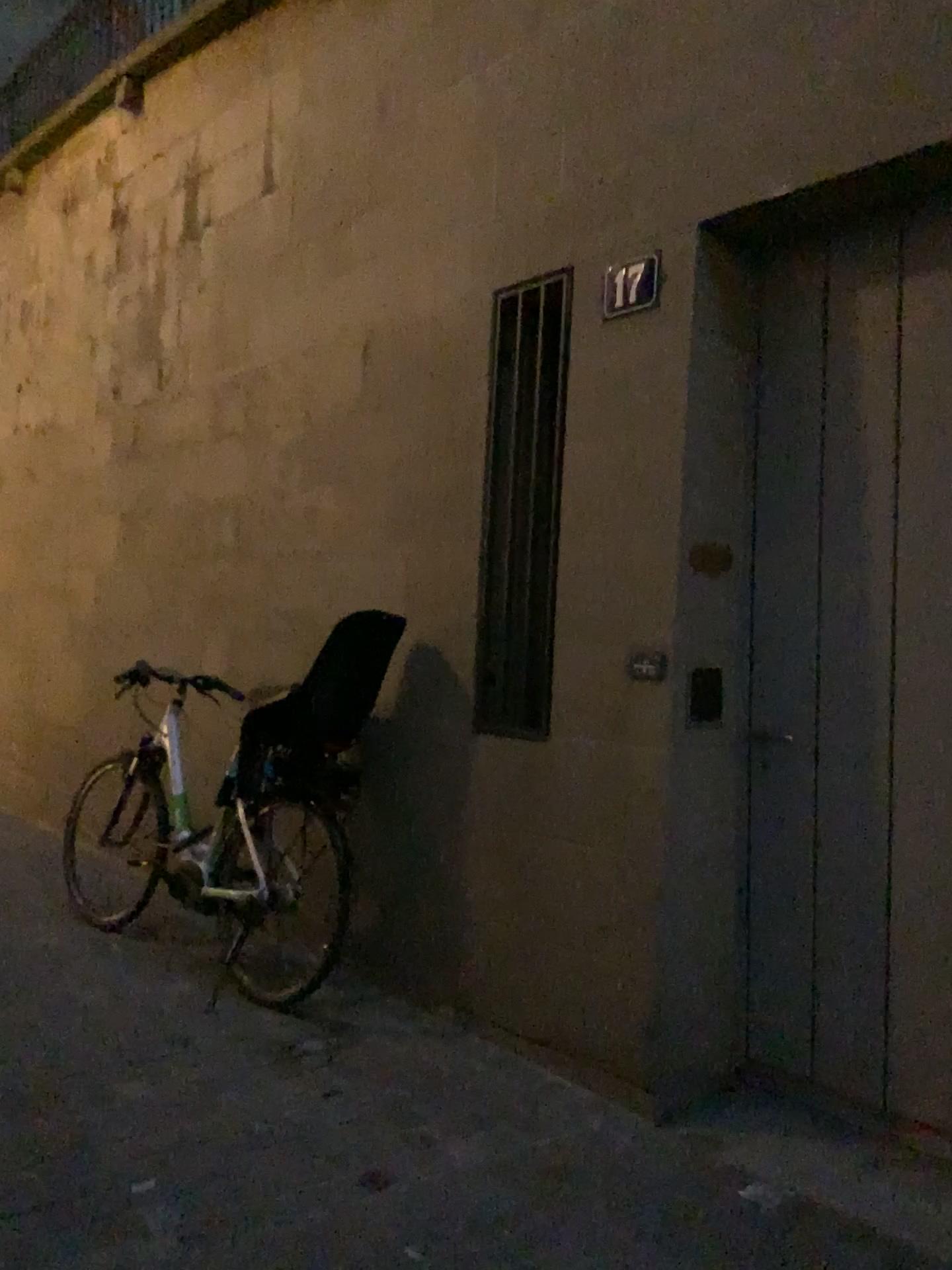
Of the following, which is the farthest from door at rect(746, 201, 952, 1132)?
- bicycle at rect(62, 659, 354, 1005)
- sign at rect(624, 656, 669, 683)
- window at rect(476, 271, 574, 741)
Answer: bicycle at rect(62, 659, 354, 1005)

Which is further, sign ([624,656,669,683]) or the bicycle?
the bicycle

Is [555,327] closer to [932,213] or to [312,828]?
[932,213]

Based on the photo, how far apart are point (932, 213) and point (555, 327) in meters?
1.1 m

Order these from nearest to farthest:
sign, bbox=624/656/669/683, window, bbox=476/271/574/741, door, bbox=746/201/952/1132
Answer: door, bbox=746/201/952/1132, sign, bbox=624/656/669/683, window, bbox=476/271/574/741

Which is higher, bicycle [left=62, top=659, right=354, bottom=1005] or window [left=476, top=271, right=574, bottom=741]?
window [left=476, top=271, right=574, bottom=741]

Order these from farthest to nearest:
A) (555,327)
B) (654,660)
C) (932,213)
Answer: (555,327) → (654,660) → (932,213)

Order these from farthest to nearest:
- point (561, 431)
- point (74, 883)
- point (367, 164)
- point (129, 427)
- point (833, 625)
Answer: point (129, 427) → point (74, 883) → point (367, 164) → point (561, 431) → point (833, 625)

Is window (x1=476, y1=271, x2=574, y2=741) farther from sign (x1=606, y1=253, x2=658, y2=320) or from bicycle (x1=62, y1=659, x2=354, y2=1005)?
bicycle (x1=62, y1=659, x2=354, y2=1005)

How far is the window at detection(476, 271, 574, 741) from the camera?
3.2m
